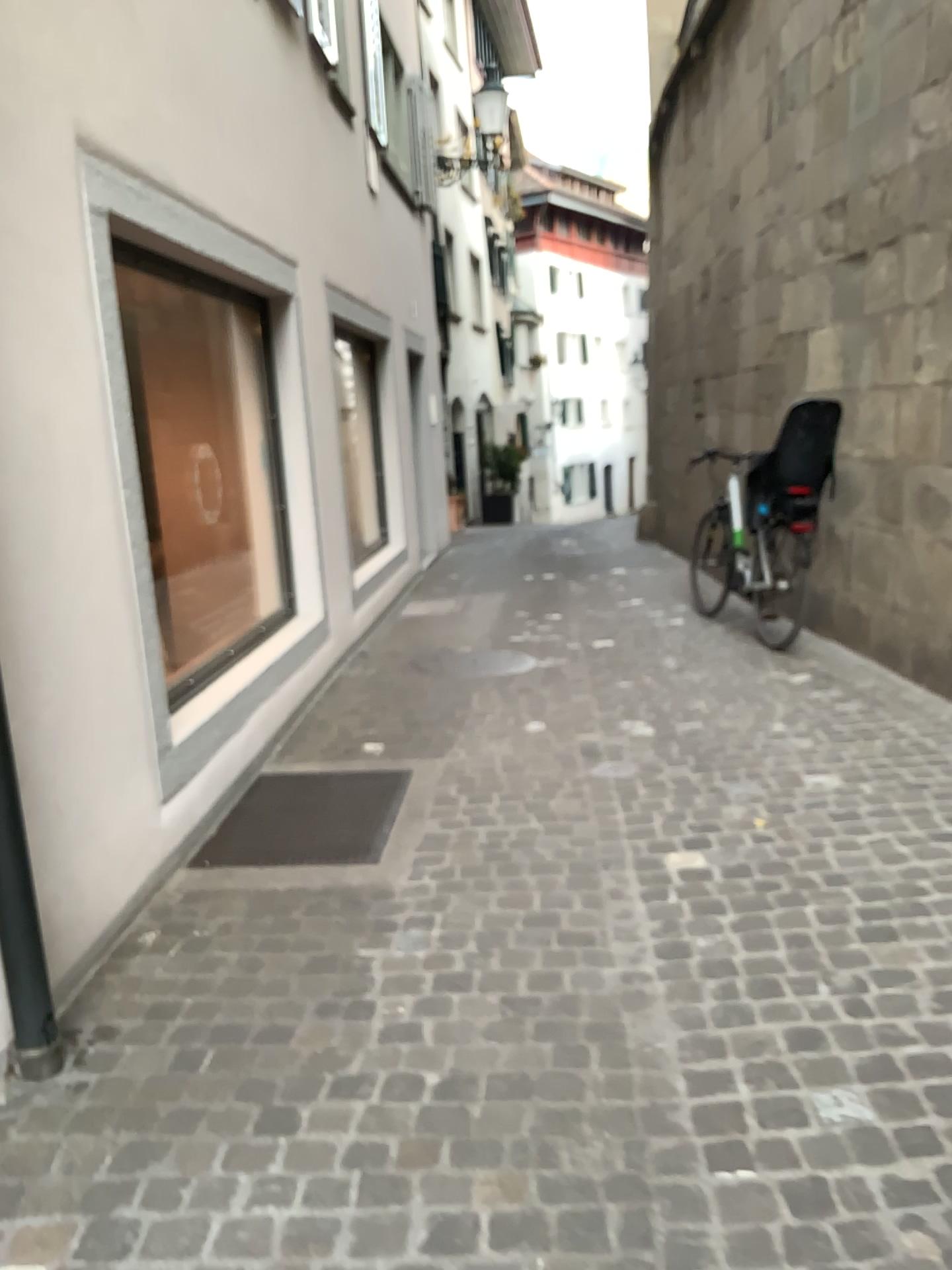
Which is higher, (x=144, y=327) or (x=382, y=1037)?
(x=144, y=327)
